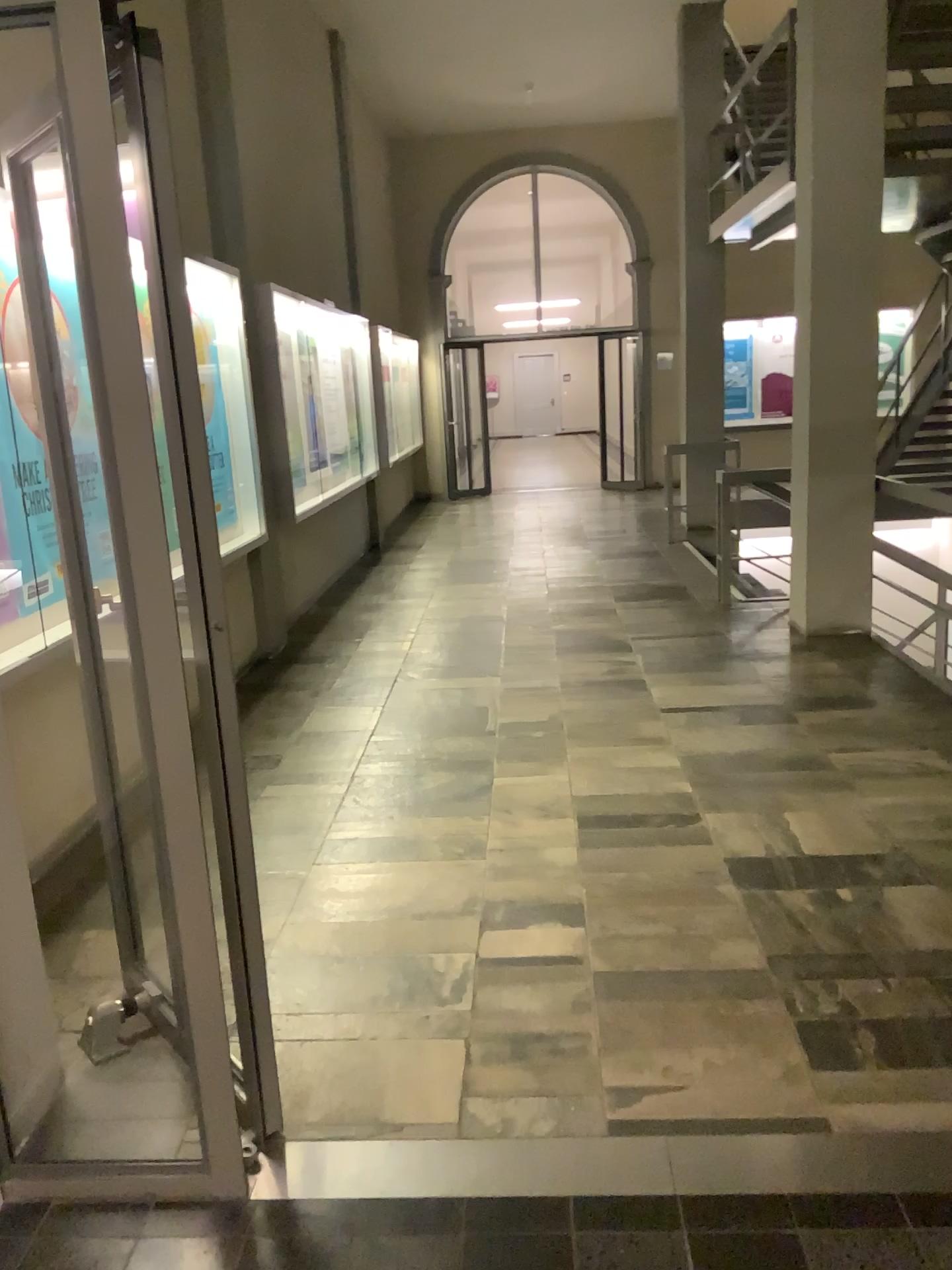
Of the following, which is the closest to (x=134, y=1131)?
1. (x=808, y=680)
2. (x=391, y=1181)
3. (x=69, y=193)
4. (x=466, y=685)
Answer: (x=391, y=1181)
